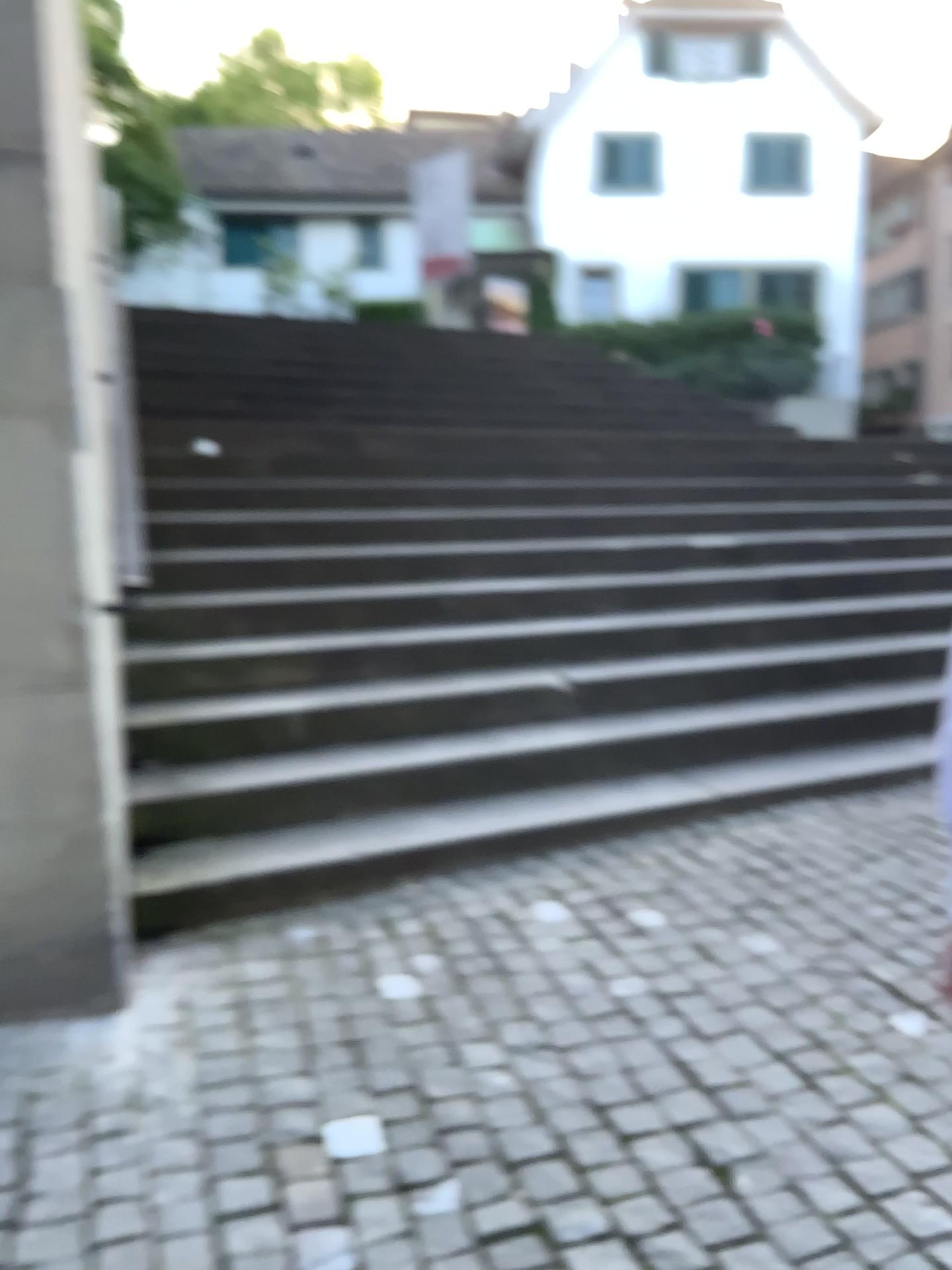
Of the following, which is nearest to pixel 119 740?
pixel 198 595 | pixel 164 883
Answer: pixel 164 883
